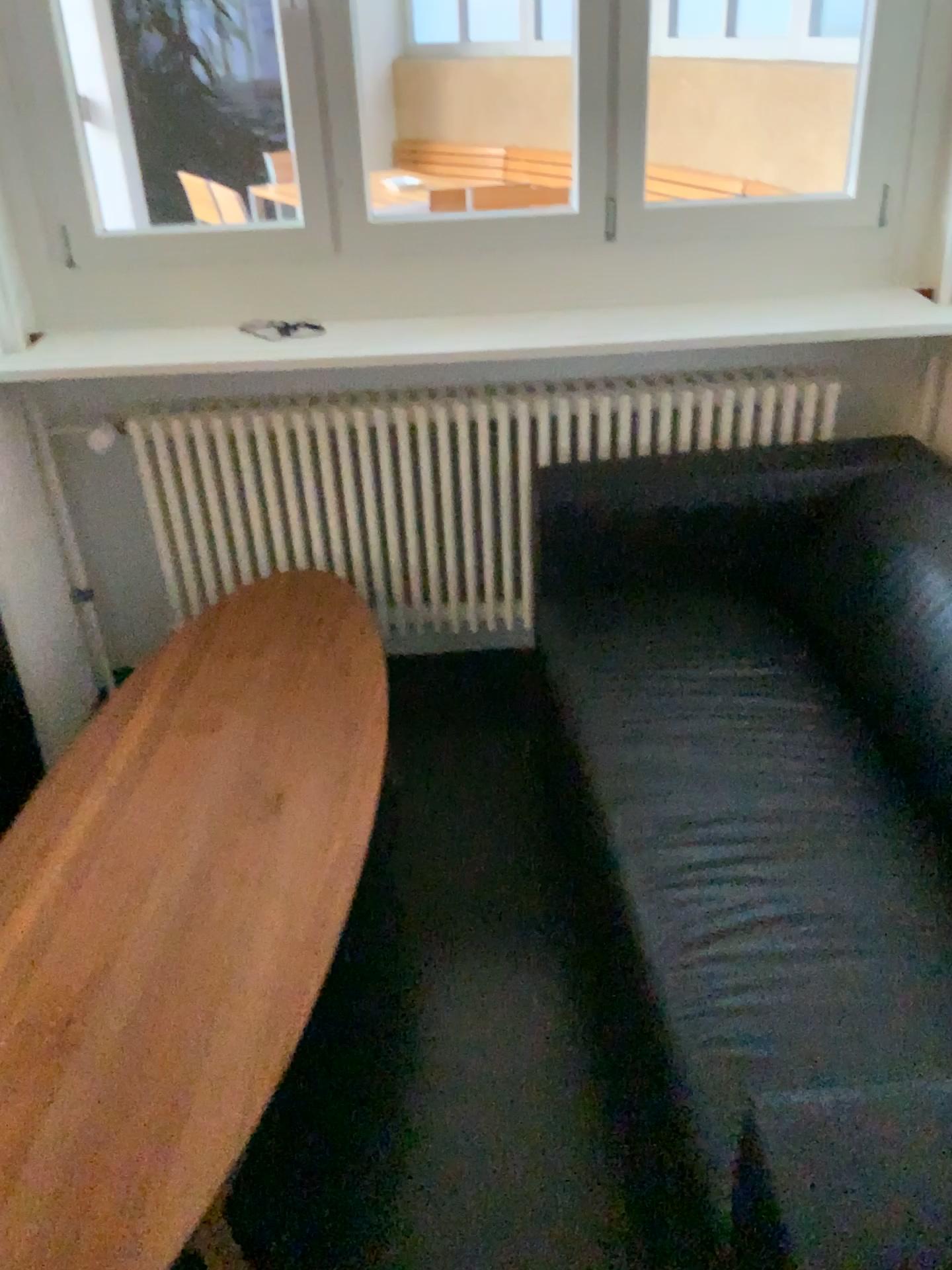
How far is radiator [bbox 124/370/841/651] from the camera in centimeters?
244cm

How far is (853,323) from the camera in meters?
2.2

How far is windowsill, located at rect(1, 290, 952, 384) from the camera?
2.2m

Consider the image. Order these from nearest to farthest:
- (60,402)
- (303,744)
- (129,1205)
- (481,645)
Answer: (129,1205), (303,744), (60,402), (481,645)

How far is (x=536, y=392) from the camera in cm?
244

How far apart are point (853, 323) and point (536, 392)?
0.69m
